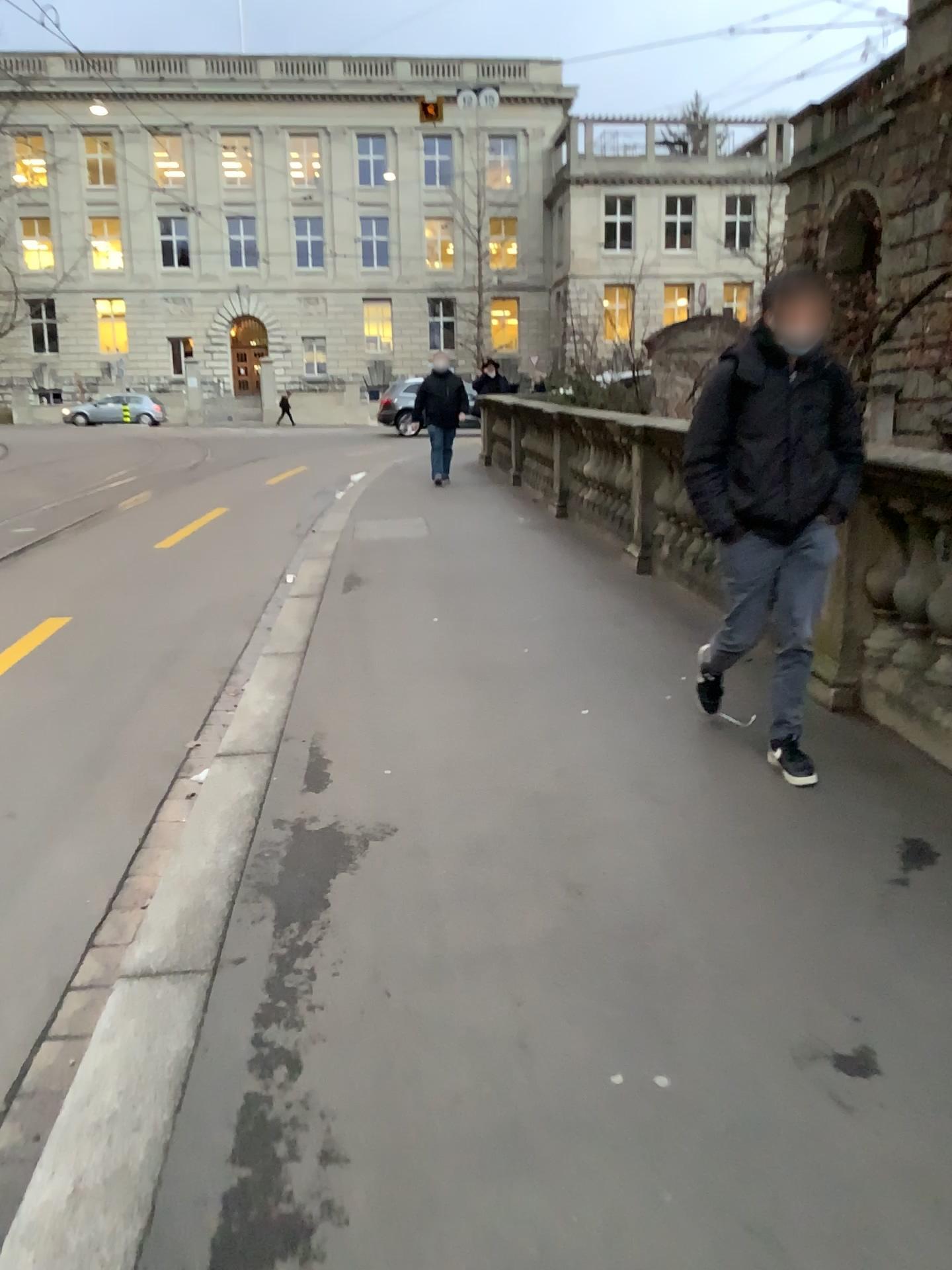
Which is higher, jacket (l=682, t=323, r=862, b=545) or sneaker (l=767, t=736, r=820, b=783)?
jacket (l=682, t=323, r=862, b=545)

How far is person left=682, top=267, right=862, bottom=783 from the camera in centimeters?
354cm

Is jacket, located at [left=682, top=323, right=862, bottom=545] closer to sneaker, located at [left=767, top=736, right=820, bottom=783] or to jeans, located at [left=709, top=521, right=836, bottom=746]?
jeans, located at [left=709, top=521, right=836, bottom=746]

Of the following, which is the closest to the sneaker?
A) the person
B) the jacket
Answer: the person

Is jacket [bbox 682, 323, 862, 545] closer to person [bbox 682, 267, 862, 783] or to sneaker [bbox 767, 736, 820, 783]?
person [bbox 682, 267, 862, 783]

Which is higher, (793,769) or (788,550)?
(788,550)

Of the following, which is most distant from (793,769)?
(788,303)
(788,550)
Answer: (788,303)

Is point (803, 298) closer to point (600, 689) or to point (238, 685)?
point (600, 689)

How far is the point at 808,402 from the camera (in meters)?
3.54
